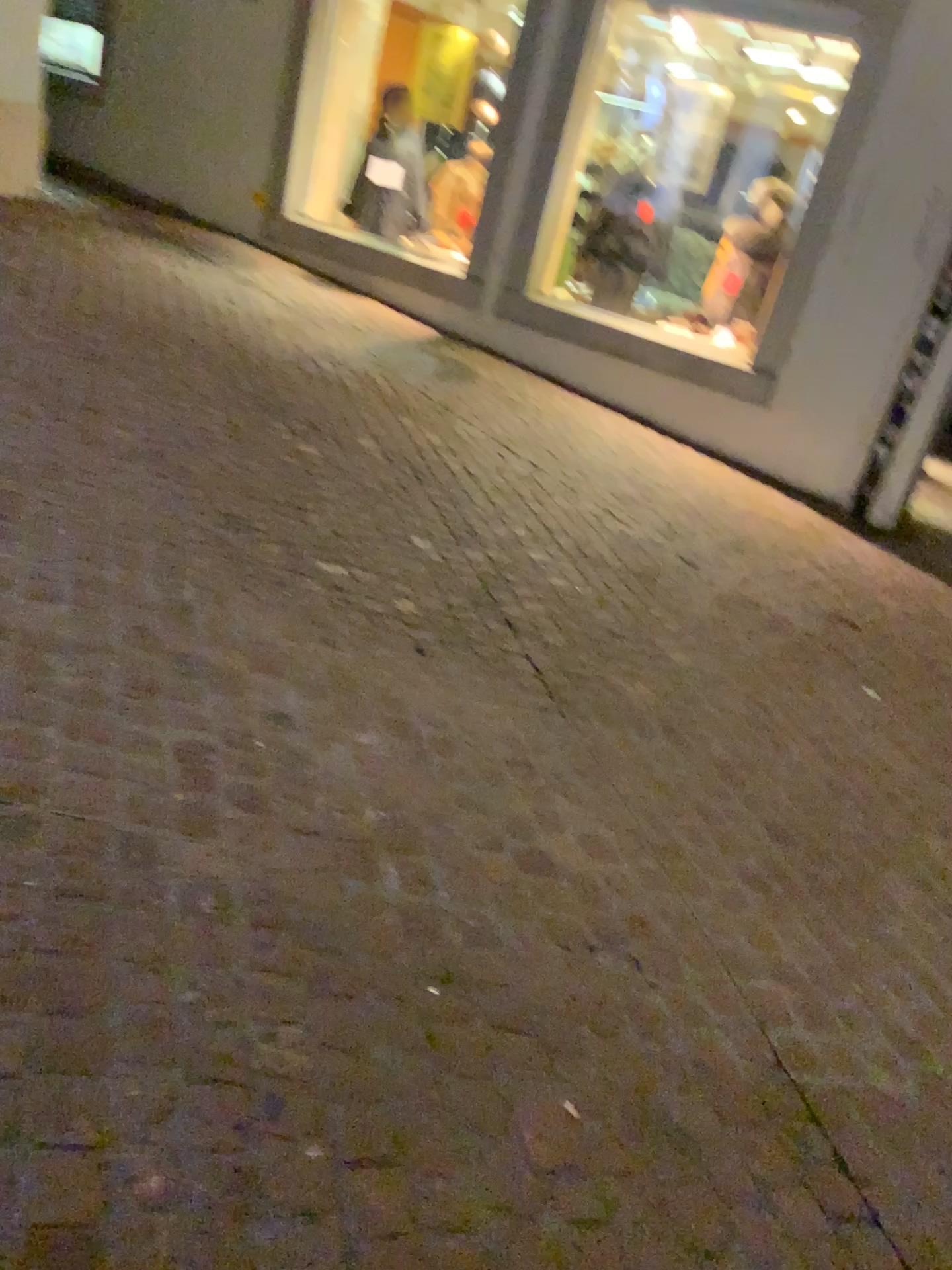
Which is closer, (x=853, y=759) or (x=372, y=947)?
(x=372, y=947)
